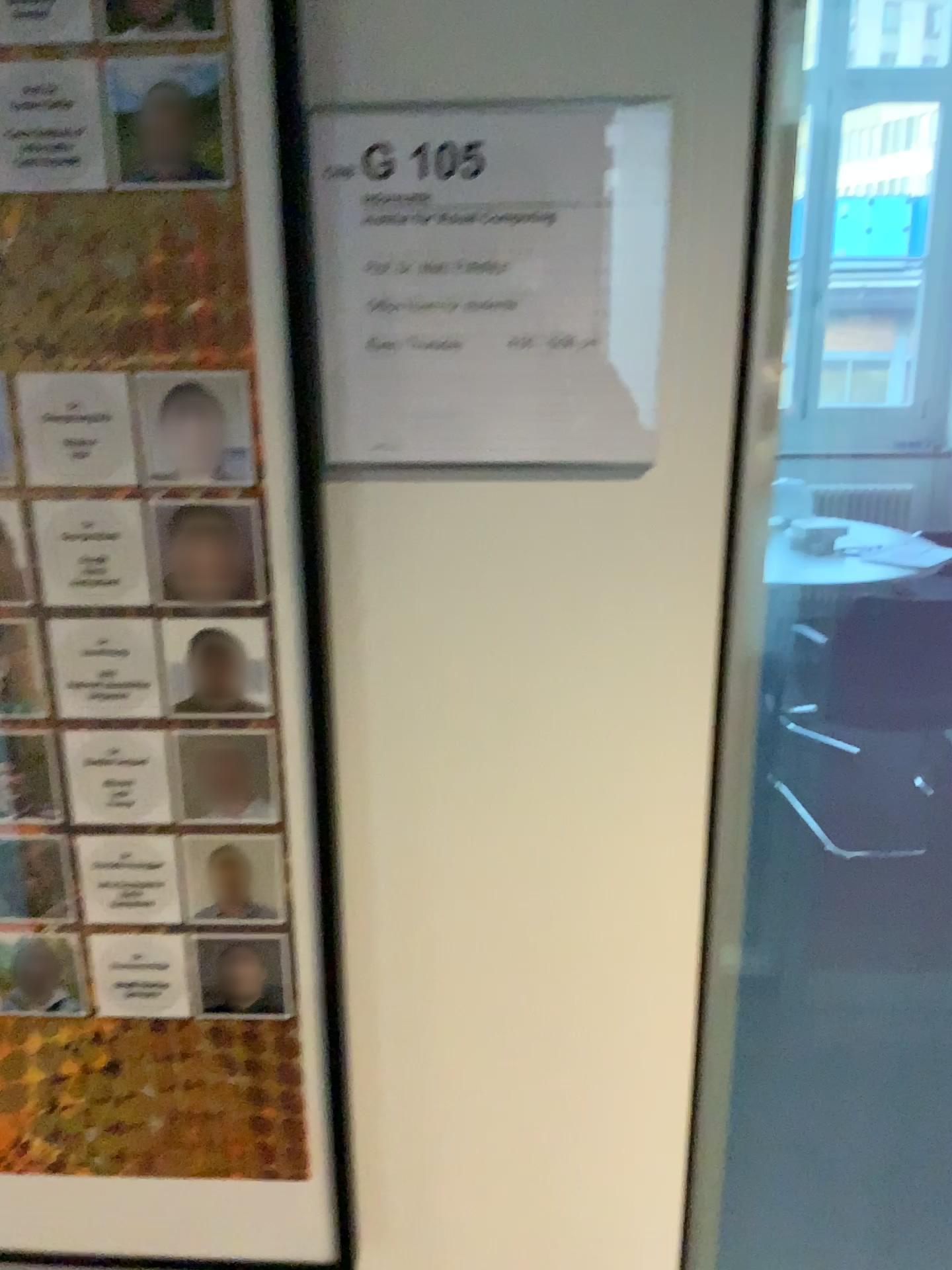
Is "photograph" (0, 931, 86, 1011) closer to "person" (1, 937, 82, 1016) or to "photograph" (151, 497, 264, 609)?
"person" (1, 937, 82, 1016)

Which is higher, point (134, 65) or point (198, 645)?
point (134, 65)

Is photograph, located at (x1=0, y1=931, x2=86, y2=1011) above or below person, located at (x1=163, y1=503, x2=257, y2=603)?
below

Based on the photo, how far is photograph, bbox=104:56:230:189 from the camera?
0.6 meters

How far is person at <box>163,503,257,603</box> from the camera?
0.69m

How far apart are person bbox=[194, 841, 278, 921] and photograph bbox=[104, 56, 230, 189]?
0.4m

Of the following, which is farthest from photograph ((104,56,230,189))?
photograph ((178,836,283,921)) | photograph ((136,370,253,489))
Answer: photograph ((178,836,283,921))

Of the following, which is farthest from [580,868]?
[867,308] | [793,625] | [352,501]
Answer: [793,625]

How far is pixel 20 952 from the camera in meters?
0.8 m

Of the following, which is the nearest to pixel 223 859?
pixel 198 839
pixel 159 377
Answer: pixel 198 839
